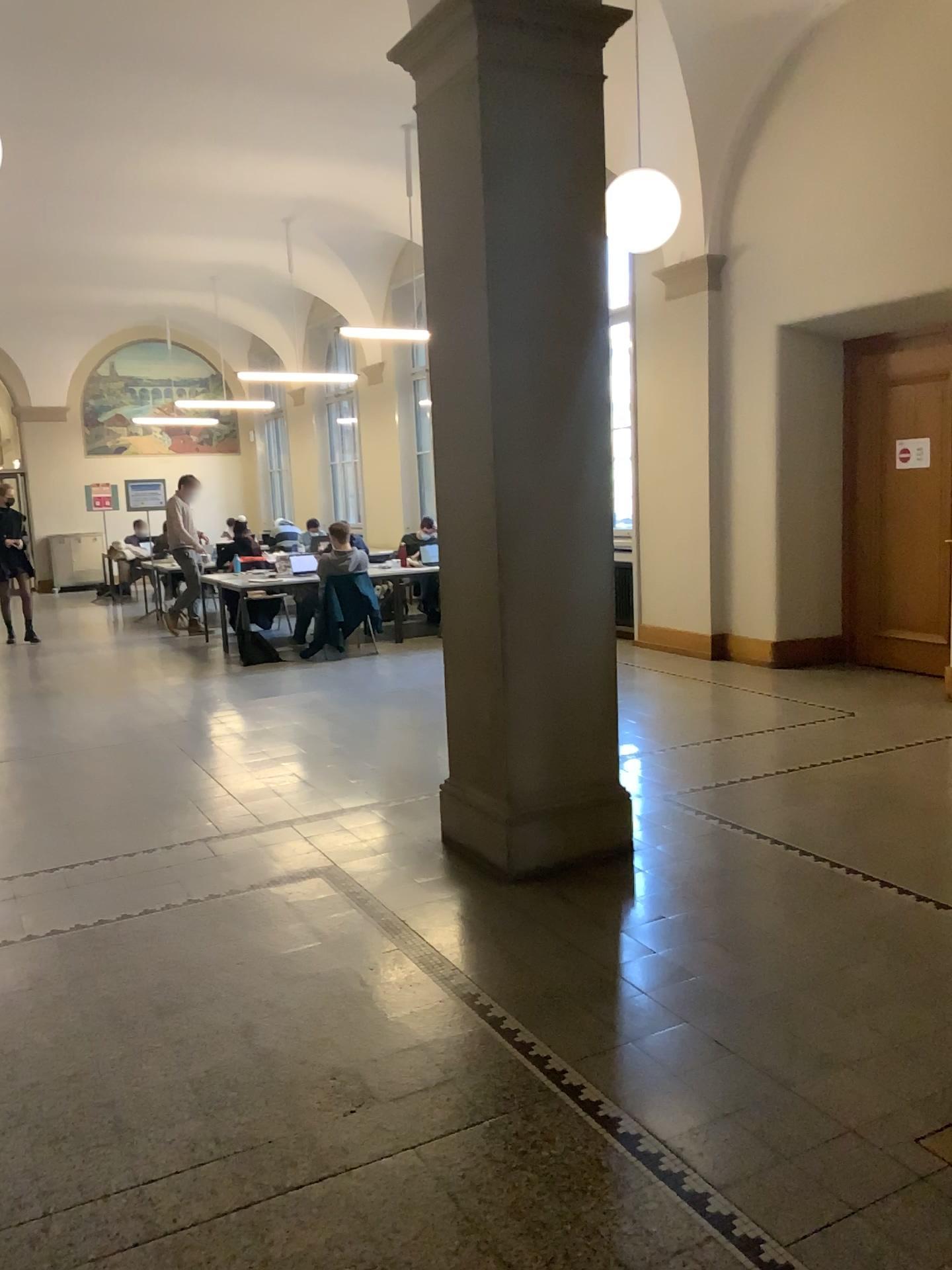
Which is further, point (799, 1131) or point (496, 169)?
point (496, 169)
